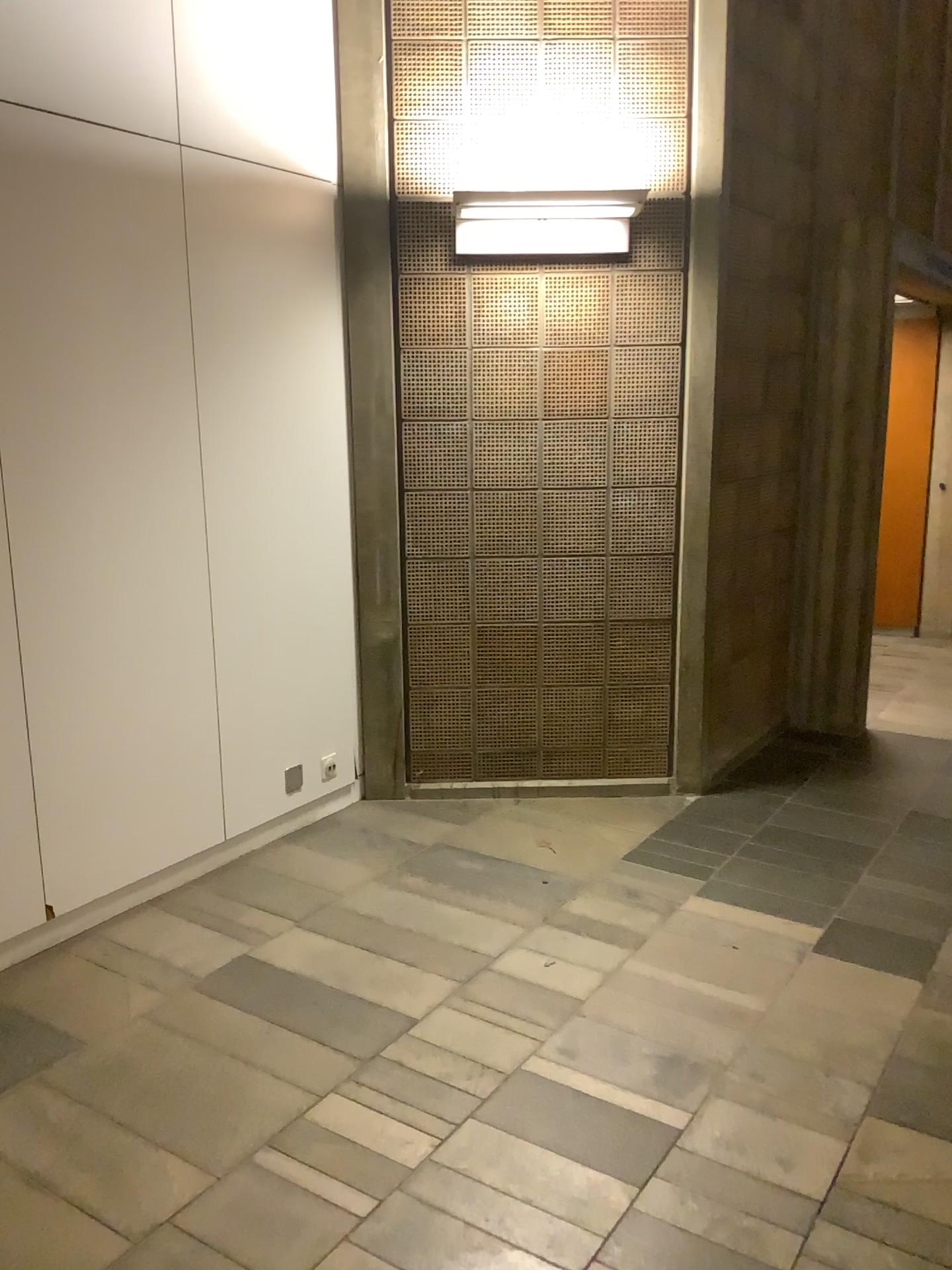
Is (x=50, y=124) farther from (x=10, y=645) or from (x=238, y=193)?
(x=10, y=645)

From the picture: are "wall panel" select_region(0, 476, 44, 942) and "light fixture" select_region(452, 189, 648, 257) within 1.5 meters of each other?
no

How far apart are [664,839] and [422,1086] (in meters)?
1.60

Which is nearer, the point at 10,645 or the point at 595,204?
the point at 10,645

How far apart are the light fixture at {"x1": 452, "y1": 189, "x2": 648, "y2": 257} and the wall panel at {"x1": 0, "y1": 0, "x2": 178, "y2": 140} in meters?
0.9

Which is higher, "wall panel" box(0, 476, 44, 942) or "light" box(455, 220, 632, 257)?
"light" box(455, 220, 632, 257)

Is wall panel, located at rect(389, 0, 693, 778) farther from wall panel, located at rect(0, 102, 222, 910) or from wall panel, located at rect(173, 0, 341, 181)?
wall panel, located at rect(0, 102, 222, 910)

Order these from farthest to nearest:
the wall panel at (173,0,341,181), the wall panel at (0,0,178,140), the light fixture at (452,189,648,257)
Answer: the light fixture at (452,189,648,257) → the wall panel at (173,0,341,181) → the wall panel at (0,0,178,140)

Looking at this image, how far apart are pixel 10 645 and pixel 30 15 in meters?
1.6 m

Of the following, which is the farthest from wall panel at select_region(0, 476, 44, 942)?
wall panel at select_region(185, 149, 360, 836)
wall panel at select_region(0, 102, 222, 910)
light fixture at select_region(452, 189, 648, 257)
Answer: light fixture at select_region(452, 189, 648, 257)
